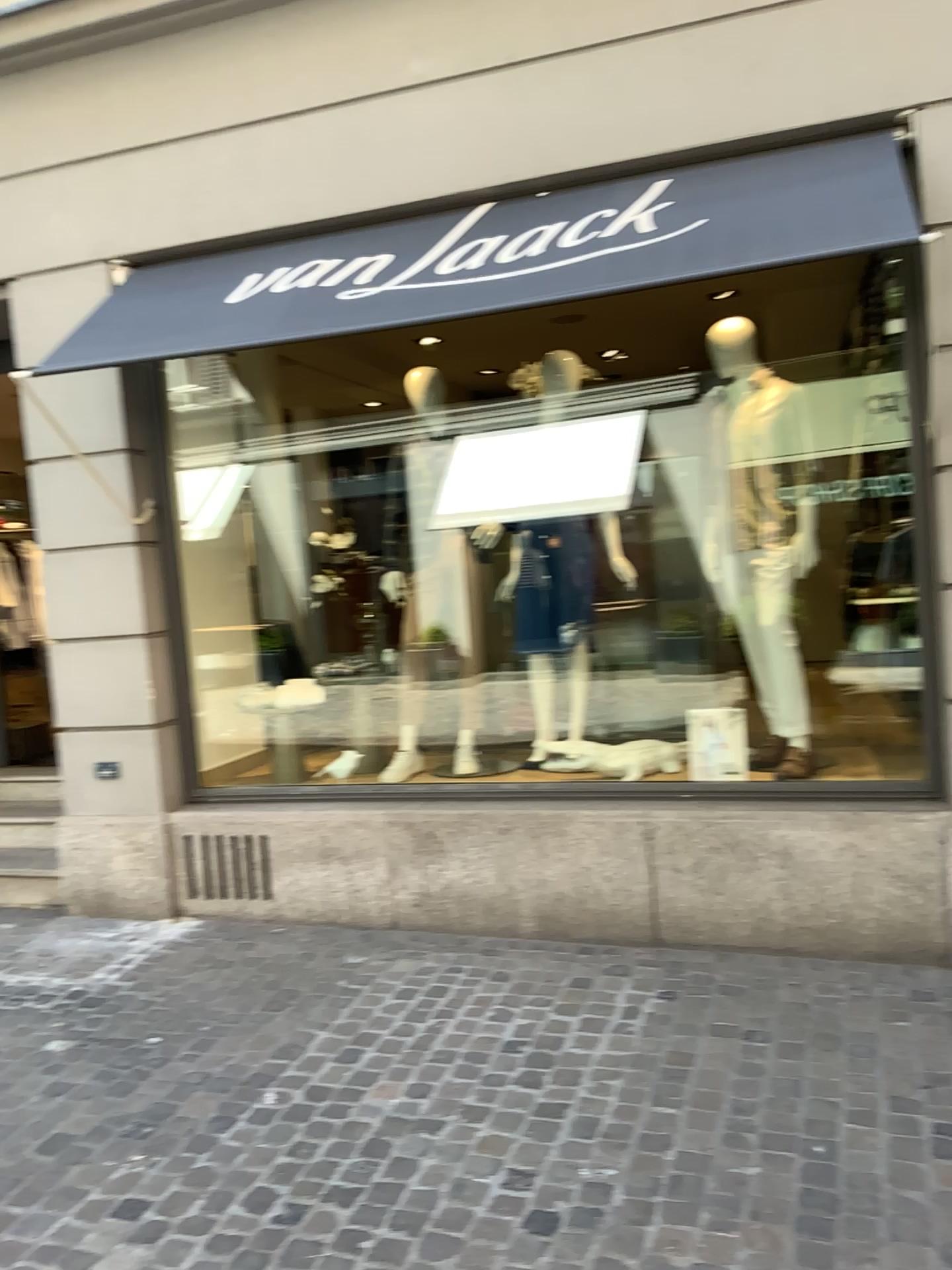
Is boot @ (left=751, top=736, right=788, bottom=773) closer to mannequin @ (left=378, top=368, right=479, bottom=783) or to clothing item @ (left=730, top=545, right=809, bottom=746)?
clothing item @ (left=730, top=545, right=809, bottom=746)

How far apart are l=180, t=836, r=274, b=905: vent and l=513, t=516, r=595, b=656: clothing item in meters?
1.5 m

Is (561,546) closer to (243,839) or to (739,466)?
(739,466)

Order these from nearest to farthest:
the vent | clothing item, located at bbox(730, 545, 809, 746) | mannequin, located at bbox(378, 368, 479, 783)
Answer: clothing item, located at bbox(730, 545, 809, 746) → the vent → mannequin, located at bbox(378, 368, 479, 783)

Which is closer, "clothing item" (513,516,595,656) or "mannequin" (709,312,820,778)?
"mannequin" (709,312,820,778)

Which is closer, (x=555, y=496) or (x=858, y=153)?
(x=858, y=153)

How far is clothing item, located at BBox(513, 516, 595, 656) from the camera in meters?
4.6

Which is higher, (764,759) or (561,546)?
(561,546)

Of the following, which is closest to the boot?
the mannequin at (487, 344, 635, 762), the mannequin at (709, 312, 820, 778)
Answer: the mannequin at (709, 312, 820, 778)

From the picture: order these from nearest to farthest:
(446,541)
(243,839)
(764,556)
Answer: (764,556)
(243,839)
(446,541)
